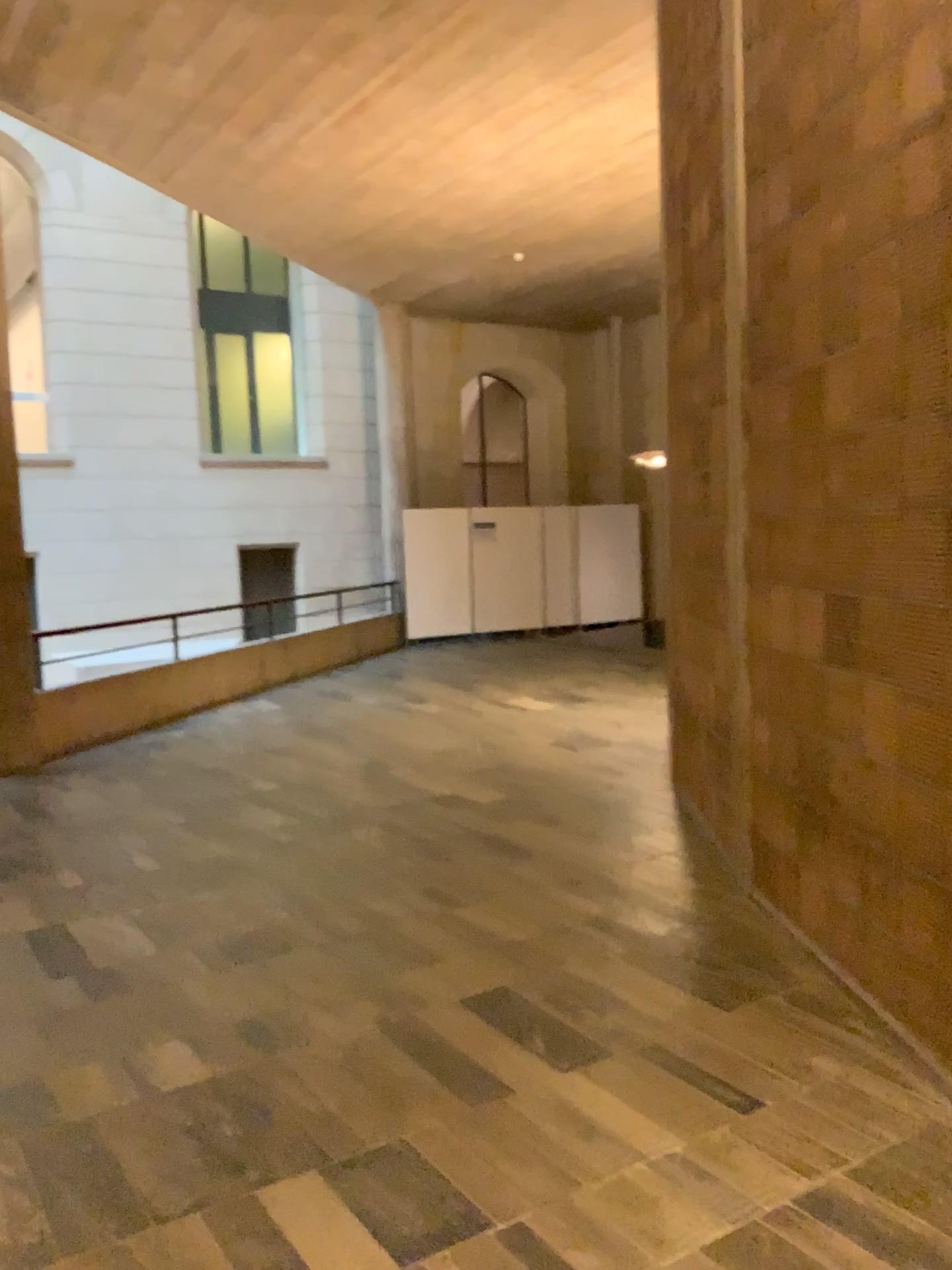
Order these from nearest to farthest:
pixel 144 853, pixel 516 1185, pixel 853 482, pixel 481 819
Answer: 1. pixel 516 1185
2. pixel 853 482
3. pixel 144 853
4. pixel 481 819
